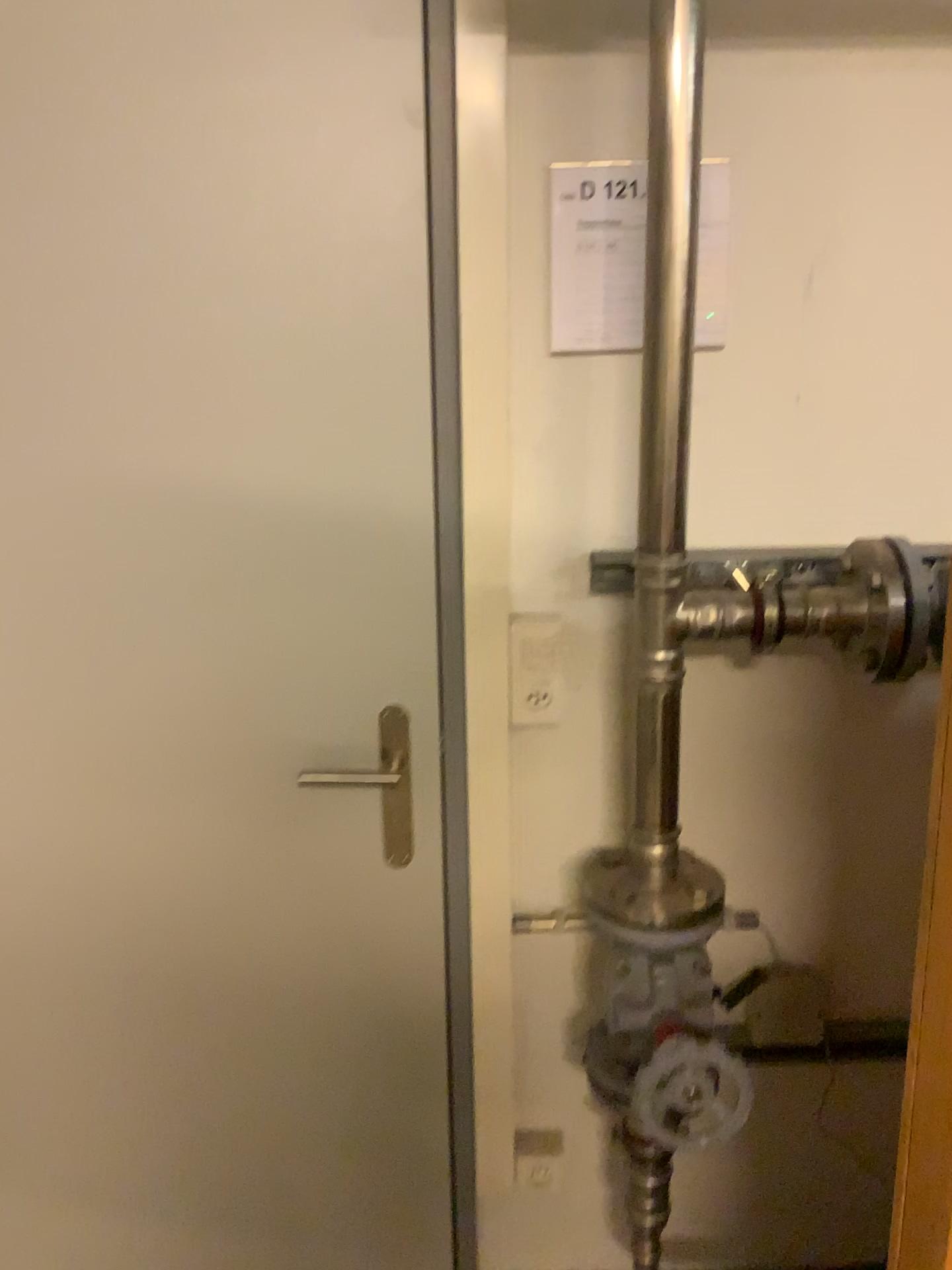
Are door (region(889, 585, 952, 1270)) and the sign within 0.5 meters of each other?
no

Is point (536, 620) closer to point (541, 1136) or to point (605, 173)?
point (605, 173)

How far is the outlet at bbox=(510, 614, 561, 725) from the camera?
1.4 meters

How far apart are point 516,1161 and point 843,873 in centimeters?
66cm

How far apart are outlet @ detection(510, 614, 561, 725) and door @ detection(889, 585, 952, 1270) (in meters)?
0.69

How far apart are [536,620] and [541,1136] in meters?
0.8 m

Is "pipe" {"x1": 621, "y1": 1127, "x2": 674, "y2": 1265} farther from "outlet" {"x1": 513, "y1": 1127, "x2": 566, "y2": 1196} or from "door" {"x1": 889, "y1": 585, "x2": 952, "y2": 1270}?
"door" {"x1": 889, "y1": 585, "x2": 952, "y2": 1270}

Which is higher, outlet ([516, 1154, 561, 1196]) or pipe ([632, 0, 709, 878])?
pipe ([632, 0, 709, 878])

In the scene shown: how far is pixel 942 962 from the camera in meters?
0.7

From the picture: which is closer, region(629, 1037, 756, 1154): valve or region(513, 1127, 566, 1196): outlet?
region(629, 1037, 756, 1154): valve
